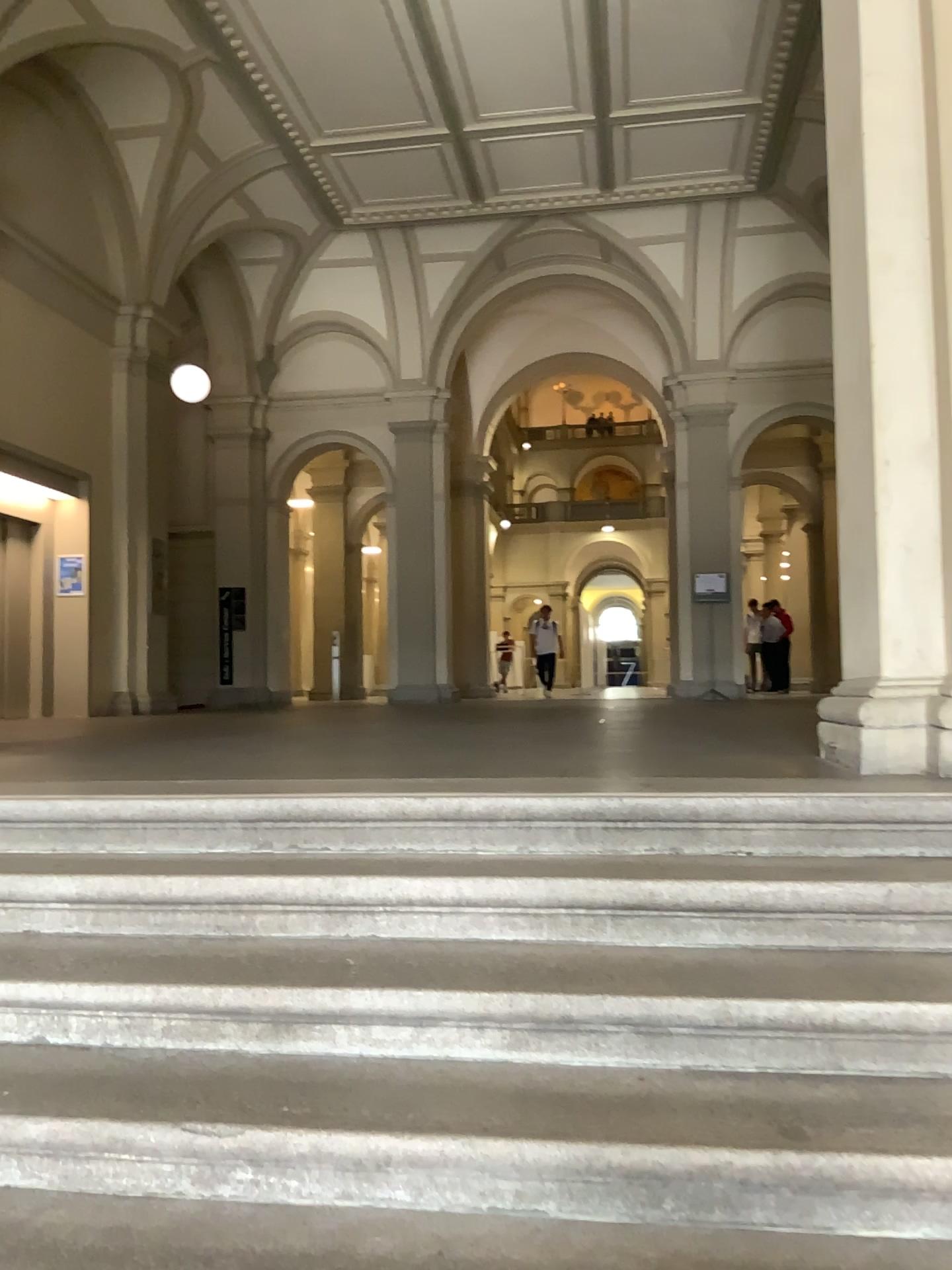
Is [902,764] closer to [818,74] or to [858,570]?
[858,570]

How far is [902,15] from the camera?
3.2 meters

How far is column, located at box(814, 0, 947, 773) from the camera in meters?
3.2 m
